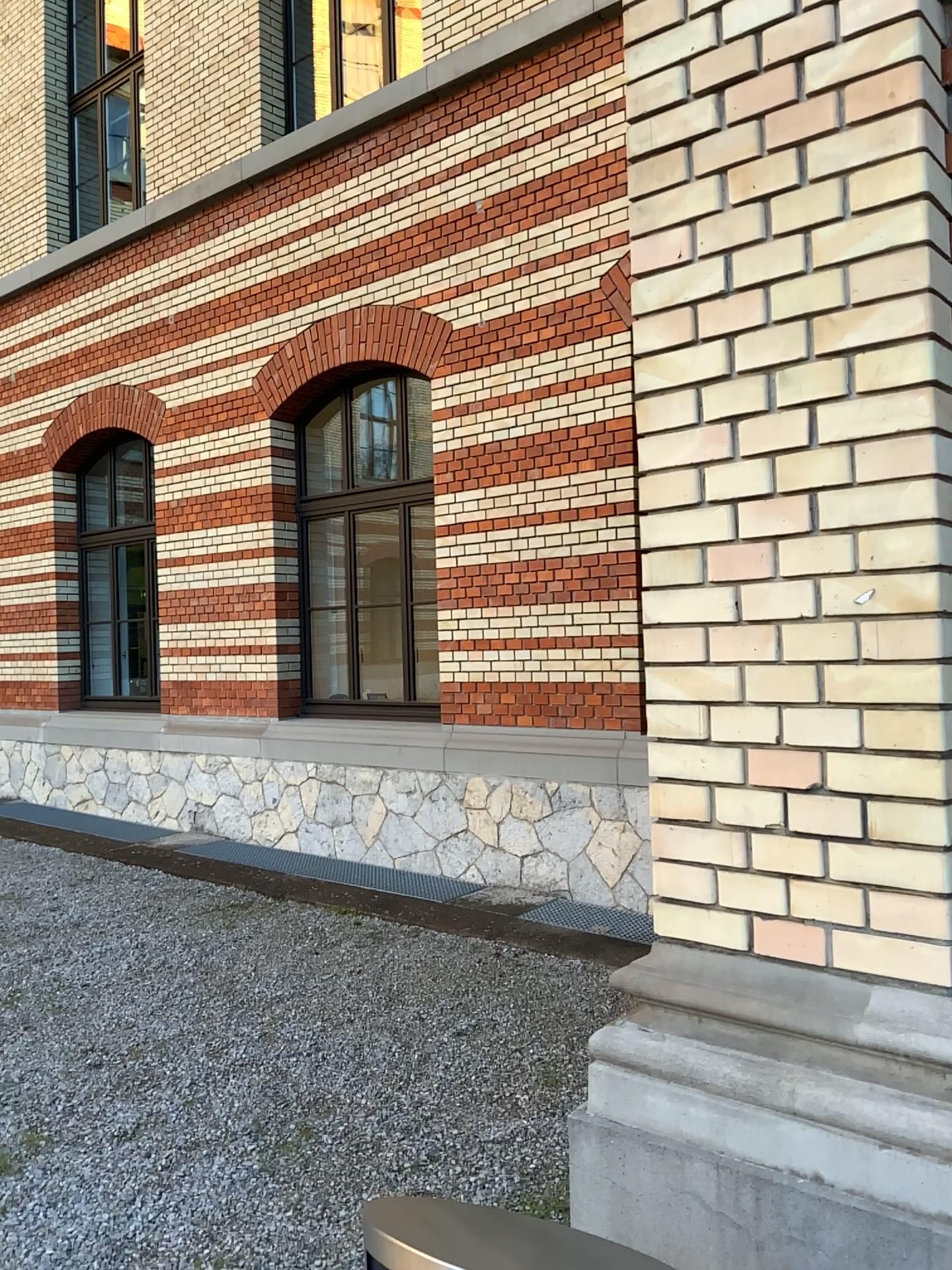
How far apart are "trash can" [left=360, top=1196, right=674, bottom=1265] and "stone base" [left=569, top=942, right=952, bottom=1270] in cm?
44

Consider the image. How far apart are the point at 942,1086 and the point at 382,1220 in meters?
0.9 m

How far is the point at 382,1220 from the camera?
1.2m

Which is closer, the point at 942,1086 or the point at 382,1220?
the point at 382,1220

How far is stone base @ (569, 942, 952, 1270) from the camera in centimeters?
153cm

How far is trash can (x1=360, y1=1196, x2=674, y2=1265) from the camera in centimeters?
118cm

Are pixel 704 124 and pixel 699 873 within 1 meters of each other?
no

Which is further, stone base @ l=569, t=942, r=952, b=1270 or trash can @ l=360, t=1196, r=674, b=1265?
stone base @ l=569, t=942, r=952, b=1270
